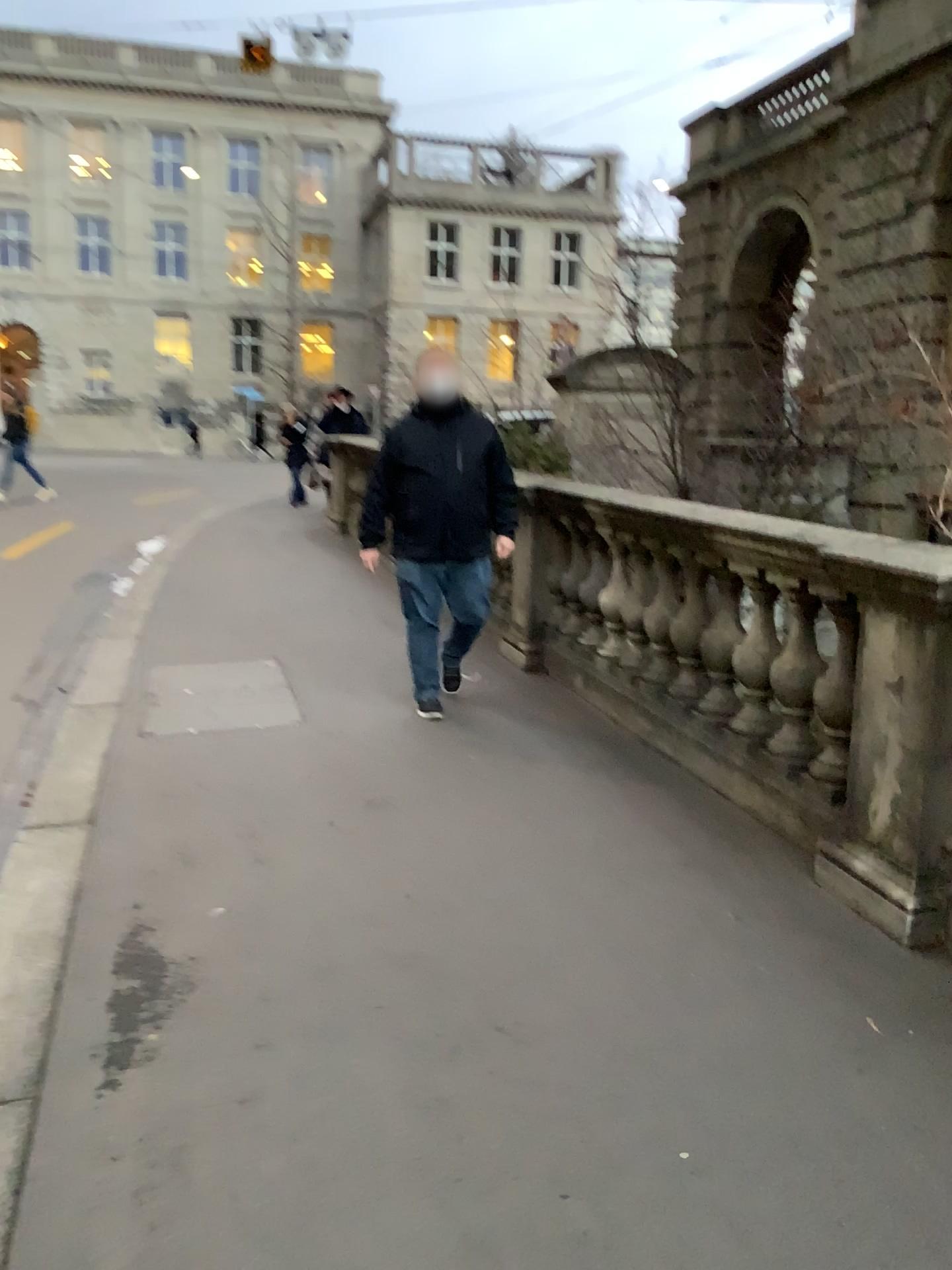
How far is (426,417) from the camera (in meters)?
4.85

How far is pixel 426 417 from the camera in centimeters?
485cm

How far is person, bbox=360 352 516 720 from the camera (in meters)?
4.85

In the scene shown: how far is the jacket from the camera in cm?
485

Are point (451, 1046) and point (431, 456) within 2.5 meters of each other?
no
